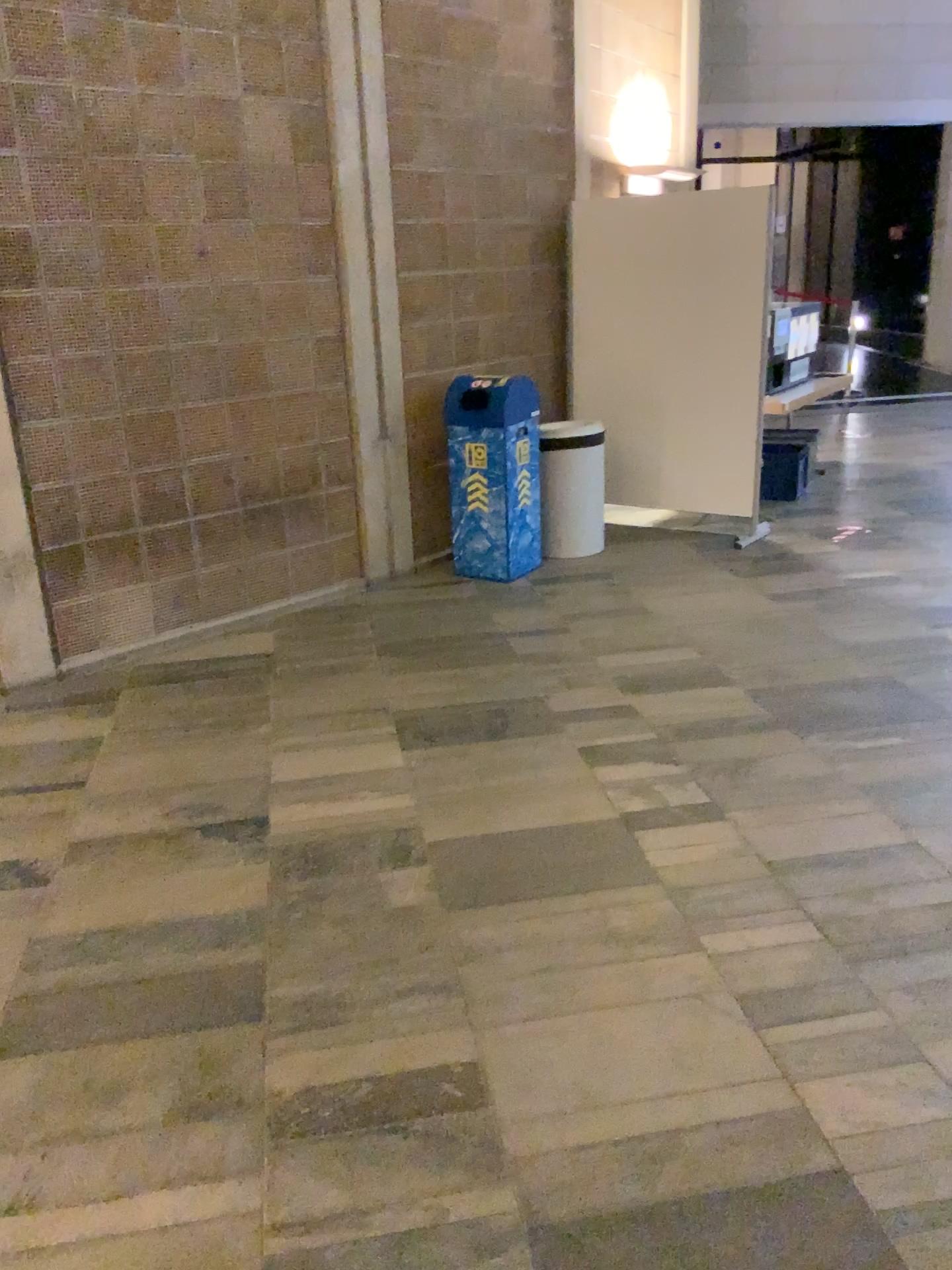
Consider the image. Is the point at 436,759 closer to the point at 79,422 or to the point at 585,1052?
the point at 585,1052
